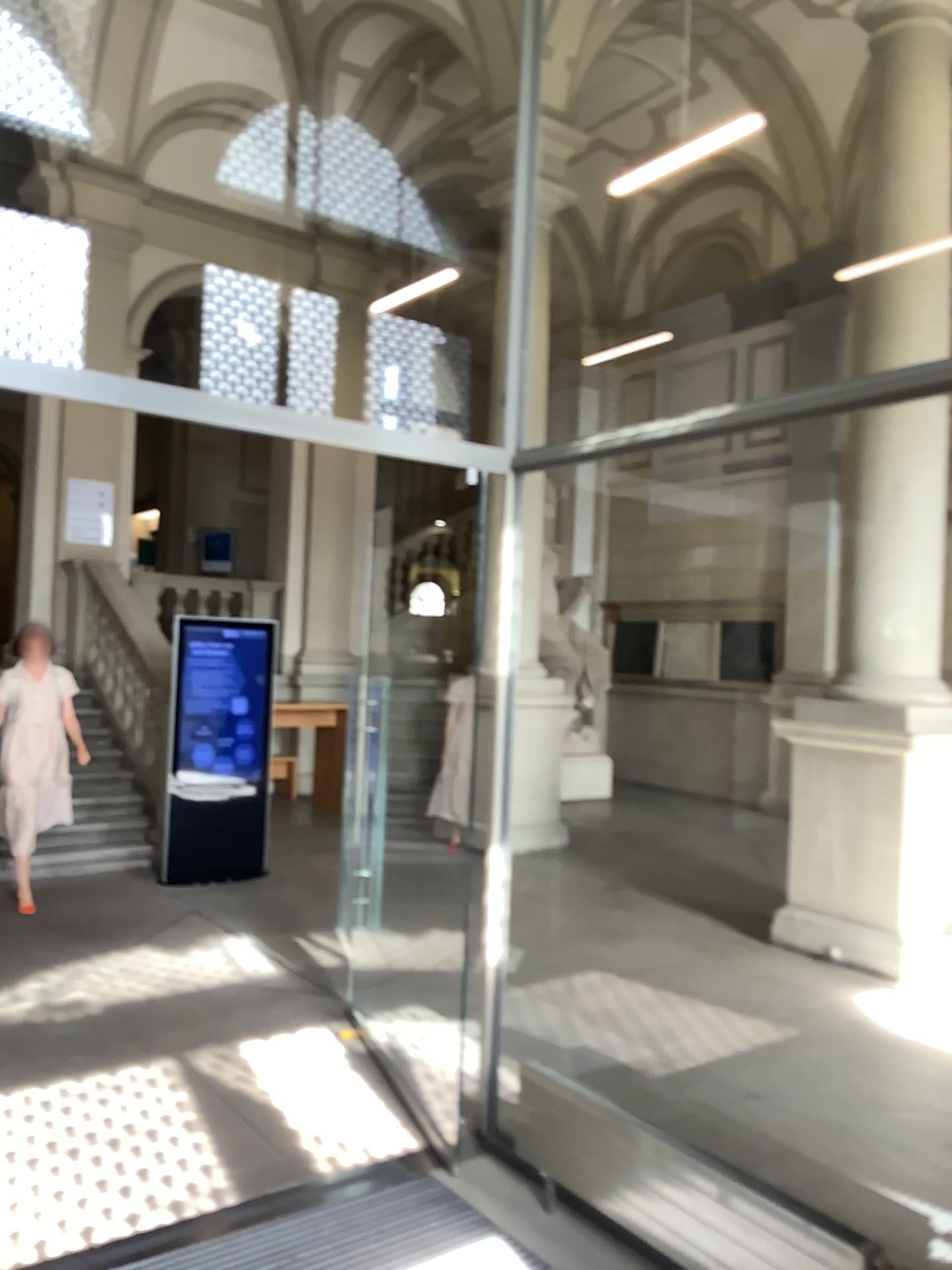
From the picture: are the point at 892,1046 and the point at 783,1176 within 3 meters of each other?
yes
